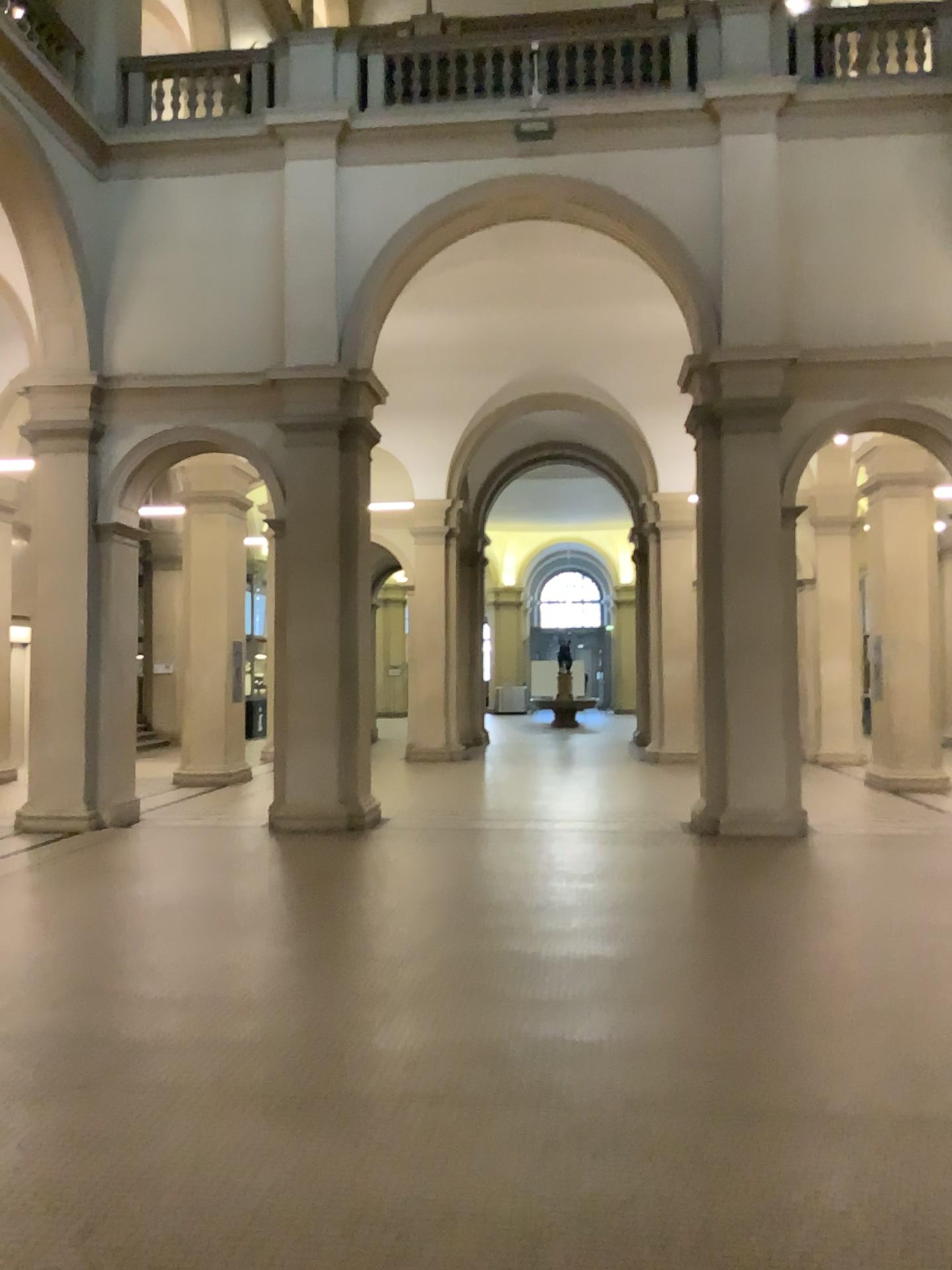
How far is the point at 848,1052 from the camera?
4.23m
